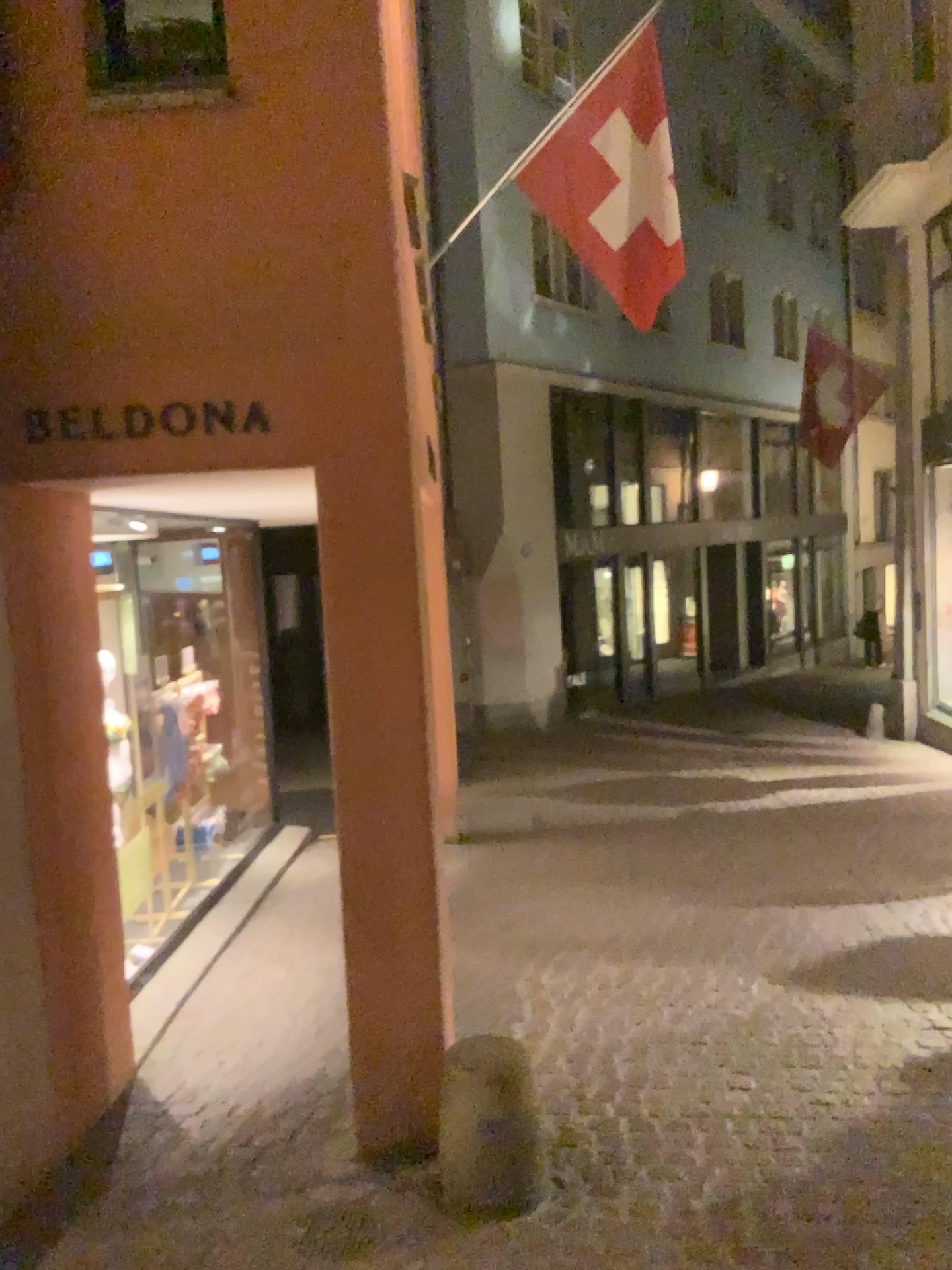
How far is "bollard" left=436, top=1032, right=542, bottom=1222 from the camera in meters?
3.0

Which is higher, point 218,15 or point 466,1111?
point 218,15

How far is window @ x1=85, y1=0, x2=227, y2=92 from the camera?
3.06m

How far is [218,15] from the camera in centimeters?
306cm

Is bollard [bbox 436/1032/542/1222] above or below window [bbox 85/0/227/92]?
below

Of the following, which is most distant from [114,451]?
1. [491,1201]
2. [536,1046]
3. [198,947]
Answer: [198,947]

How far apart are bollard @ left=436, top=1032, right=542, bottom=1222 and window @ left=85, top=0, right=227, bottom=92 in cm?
289

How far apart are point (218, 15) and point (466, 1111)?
3.2 meters
